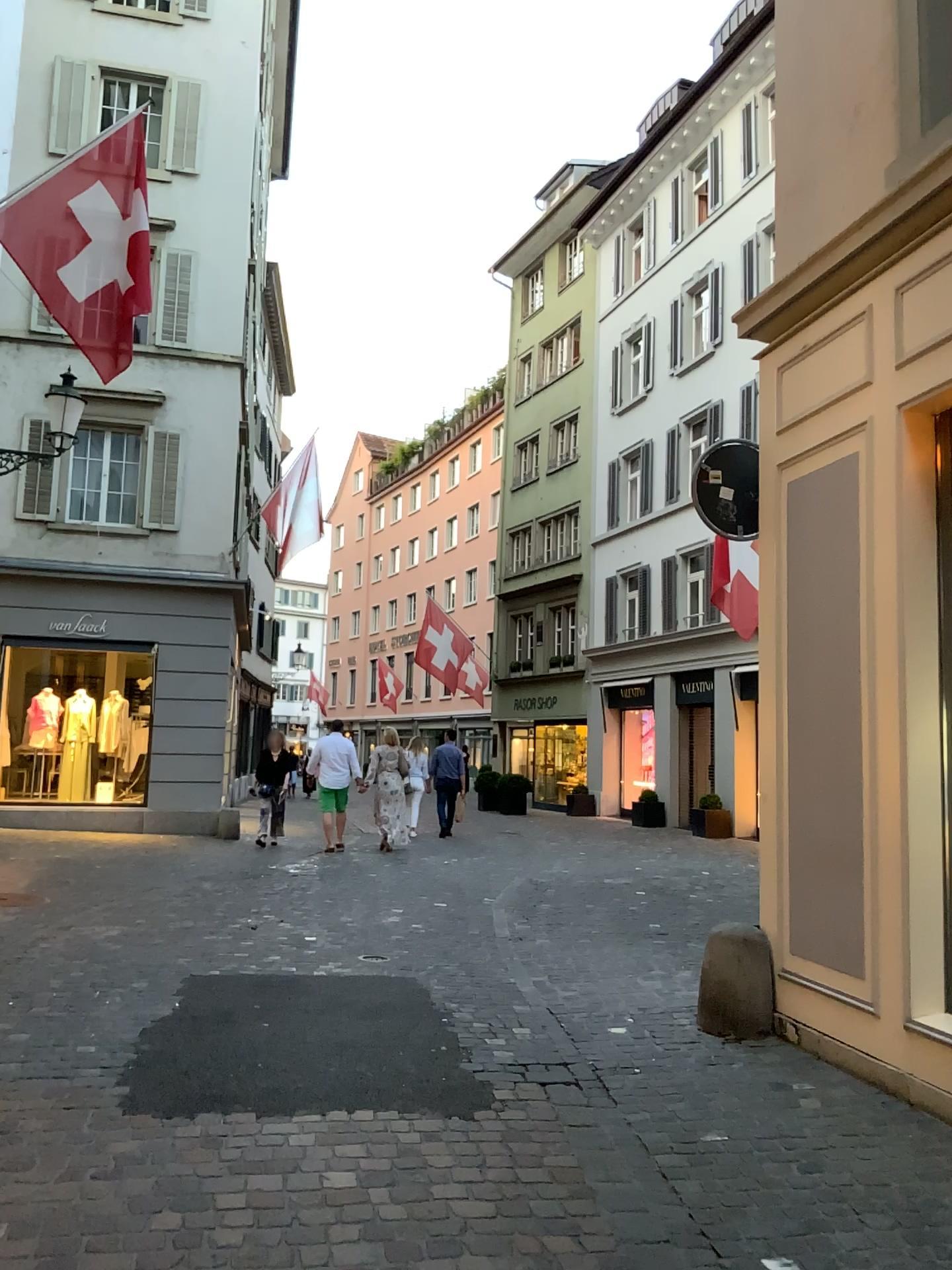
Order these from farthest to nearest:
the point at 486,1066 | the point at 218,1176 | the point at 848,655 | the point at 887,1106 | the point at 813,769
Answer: the point at 813,769
the point at 848,655
the point at 486,1066
the point at 887,1106
the point at 218,1176
